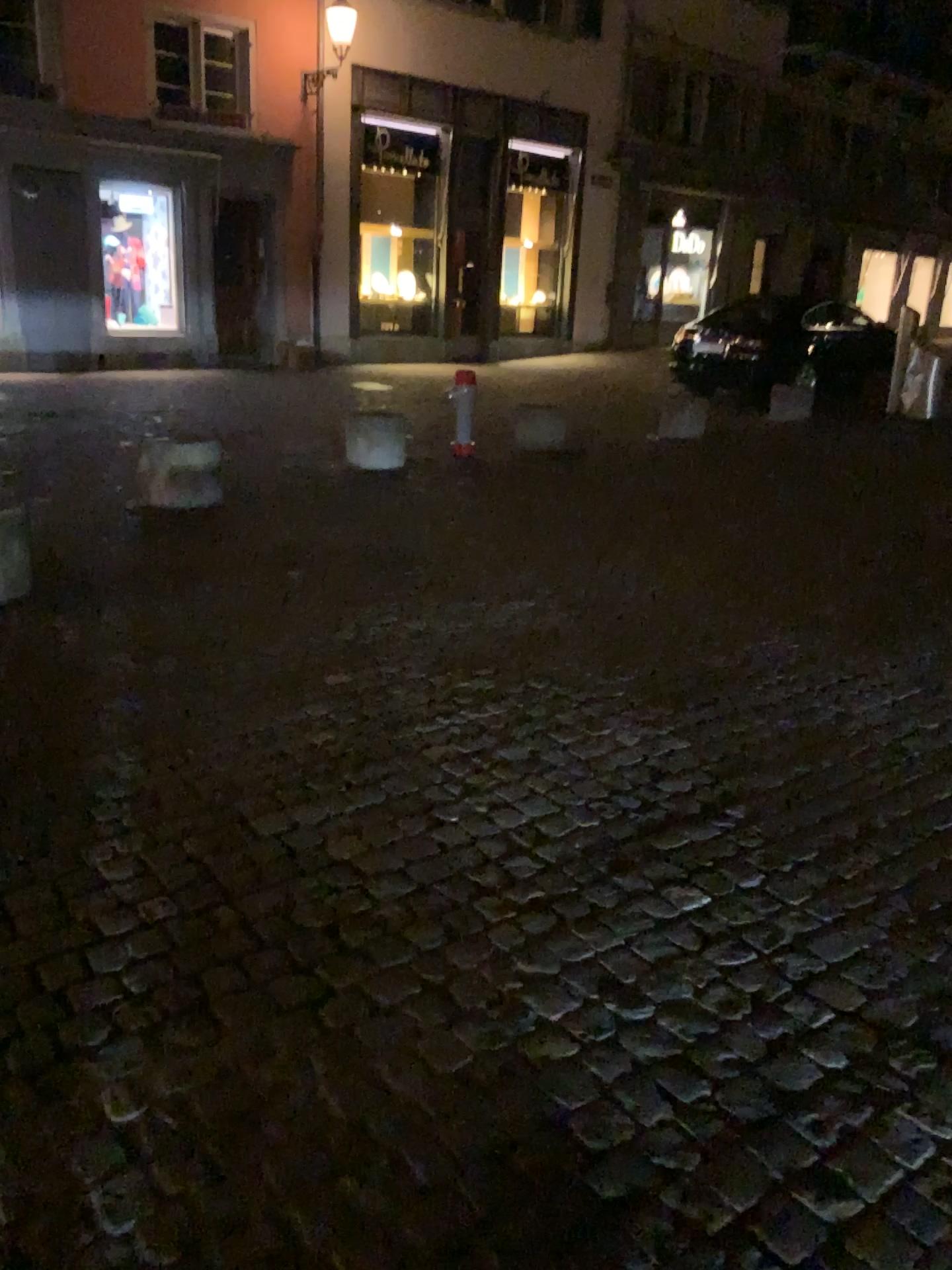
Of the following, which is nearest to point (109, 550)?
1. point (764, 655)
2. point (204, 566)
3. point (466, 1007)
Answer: point (204, 566)
